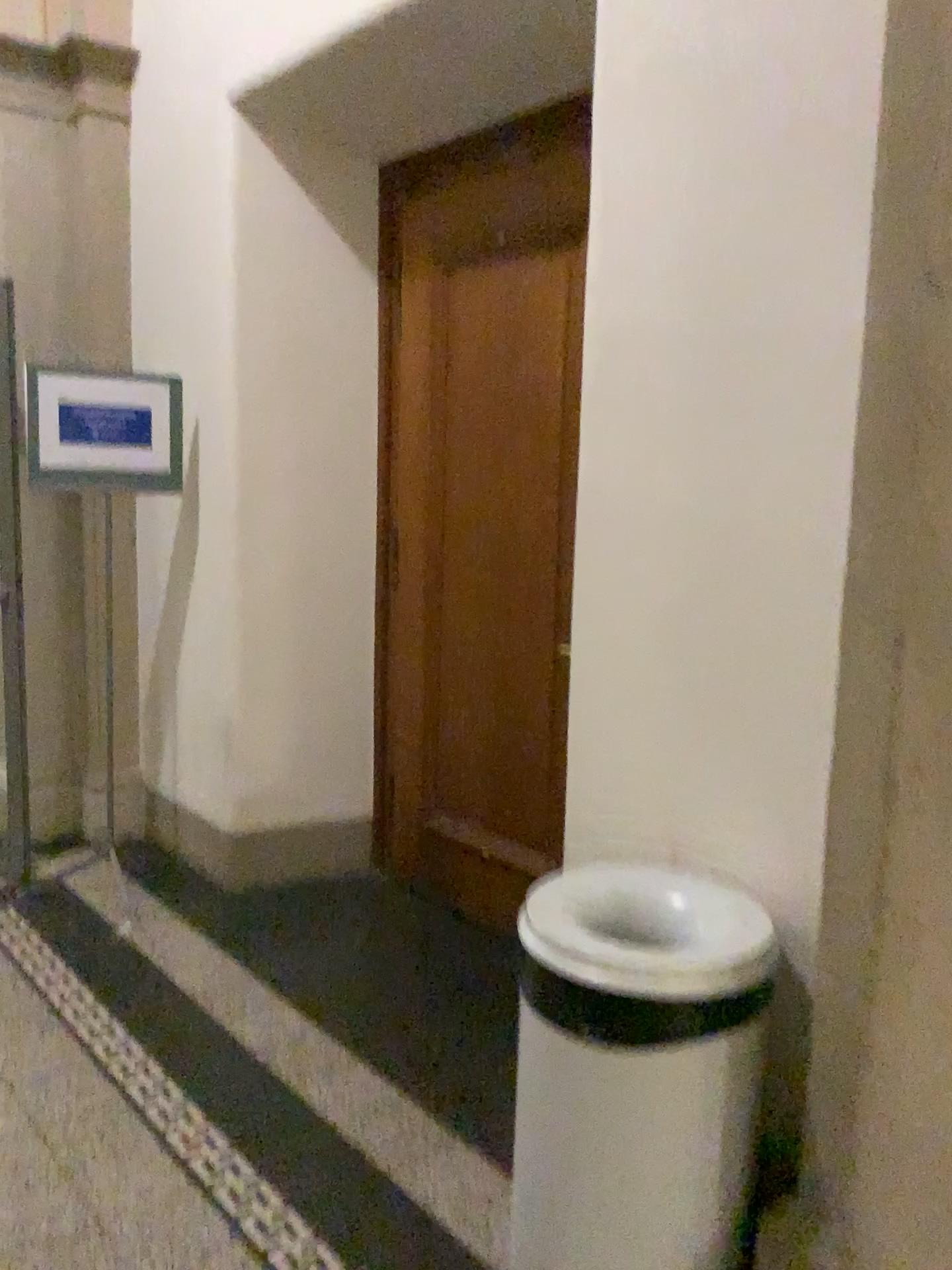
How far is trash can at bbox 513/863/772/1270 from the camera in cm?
168

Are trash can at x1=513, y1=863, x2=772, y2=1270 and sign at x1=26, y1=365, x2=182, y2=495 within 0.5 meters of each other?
Result: no

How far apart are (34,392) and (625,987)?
2.8m

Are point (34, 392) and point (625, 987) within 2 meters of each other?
no

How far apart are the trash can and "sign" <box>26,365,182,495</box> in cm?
234

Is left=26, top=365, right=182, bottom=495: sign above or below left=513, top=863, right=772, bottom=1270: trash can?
above

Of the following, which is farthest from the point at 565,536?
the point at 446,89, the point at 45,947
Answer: the point at 45,947

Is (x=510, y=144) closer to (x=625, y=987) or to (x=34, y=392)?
(x=34, y=392)

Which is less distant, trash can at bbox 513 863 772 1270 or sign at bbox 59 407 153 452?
trash can at bbox 513 863 772 1270

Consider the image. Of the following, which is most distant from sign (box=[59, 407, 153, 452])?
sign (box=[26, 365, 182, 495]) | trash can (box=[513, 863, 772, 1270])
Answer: trash can (box=[513, 863, 772, 1270])
